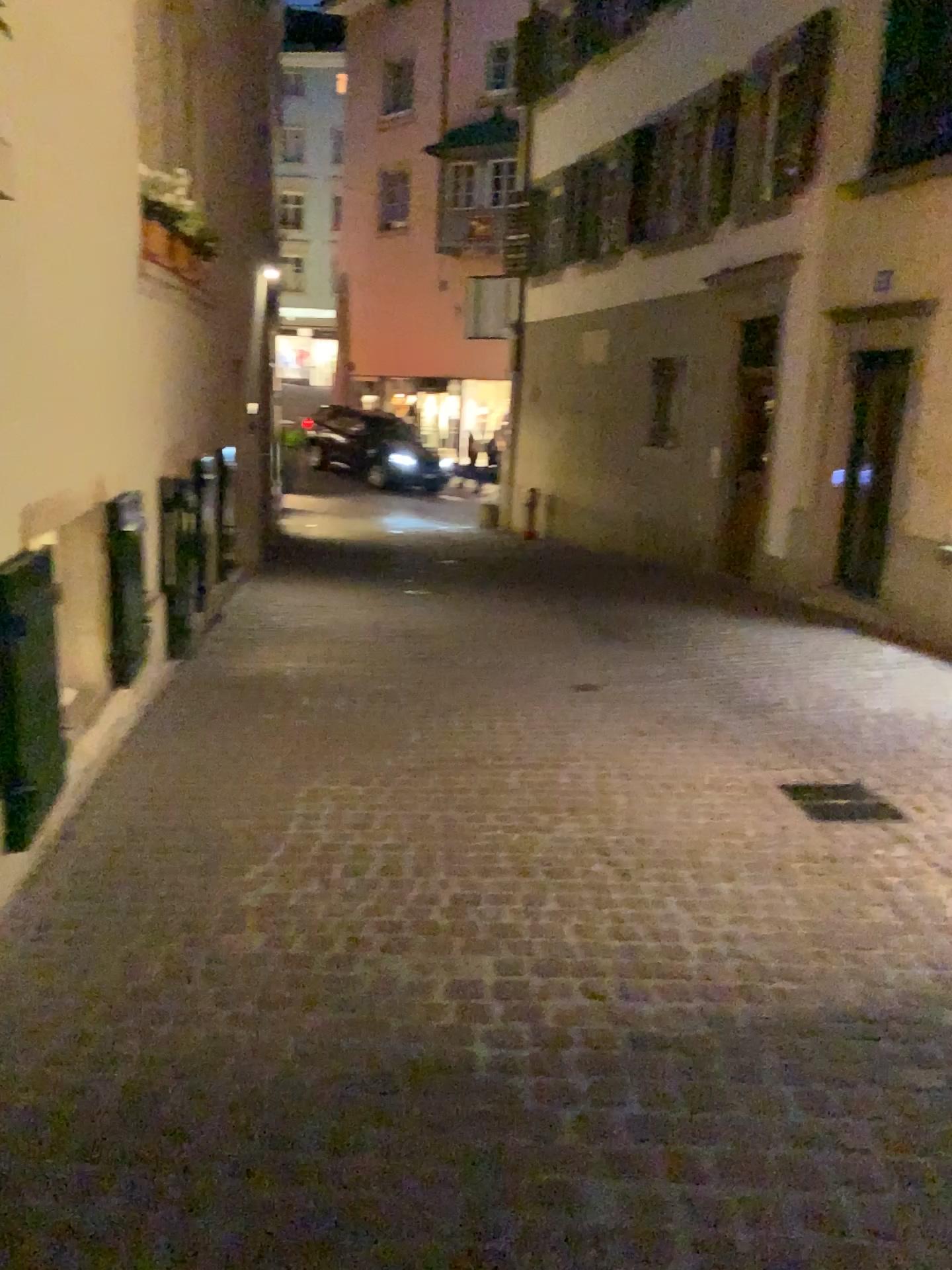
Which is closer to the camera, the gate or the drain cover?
the gate

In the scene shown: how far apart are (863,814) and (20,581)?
3.3 meters

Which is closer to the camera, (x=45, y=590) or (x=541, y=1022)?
(x=541, y=1022)

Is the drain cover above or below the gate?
below

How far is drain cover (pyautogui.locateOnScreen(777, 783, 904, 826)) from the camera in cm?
425

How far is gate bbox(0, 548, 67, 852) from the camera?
3.0 meters

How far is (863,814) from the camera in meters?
4.3 m

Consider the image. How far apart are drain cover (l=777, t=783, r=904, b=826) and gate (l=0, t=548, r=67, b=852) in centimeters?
290cm

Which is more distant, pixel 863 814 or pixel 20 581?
pixel 863 814
